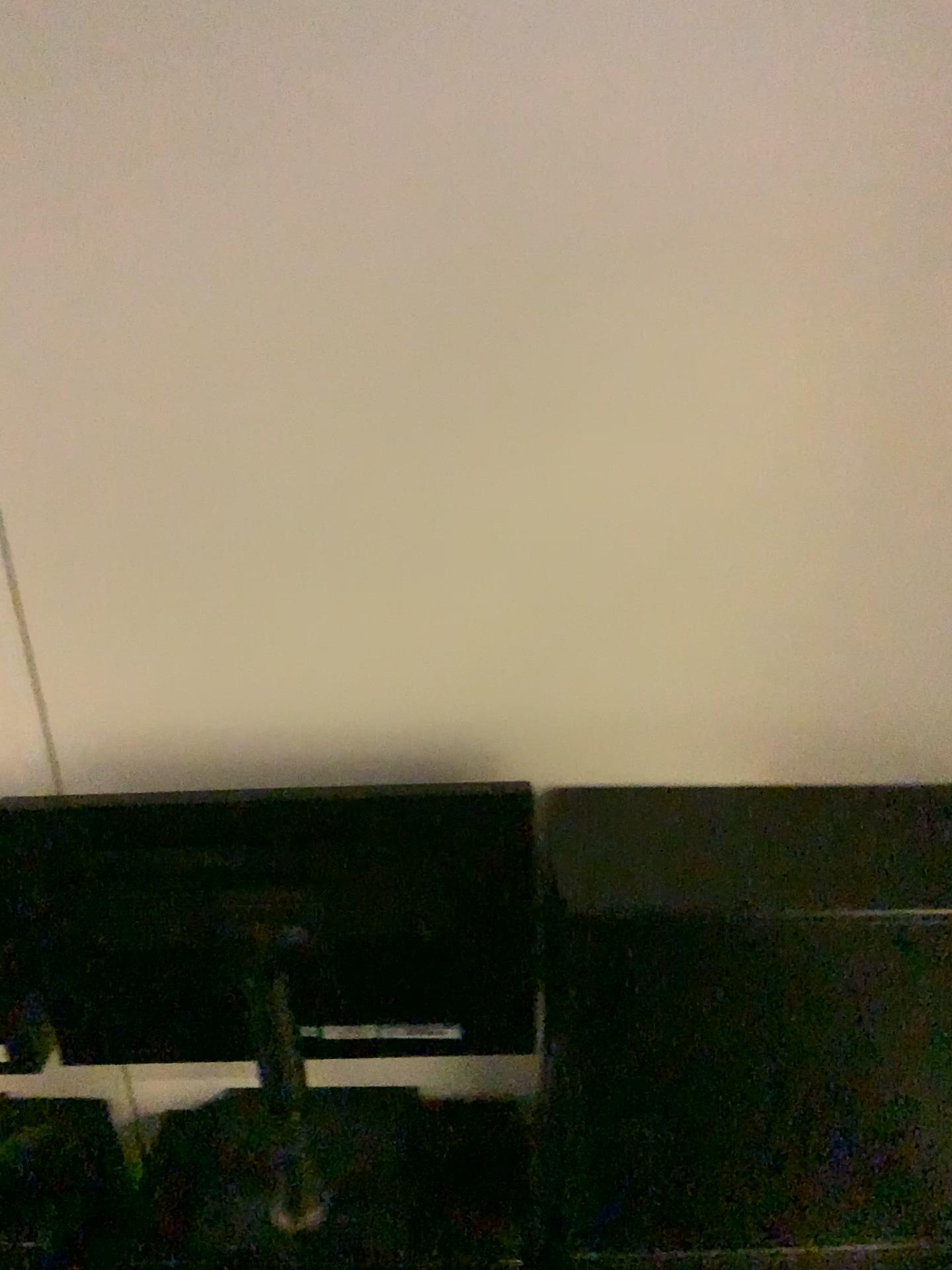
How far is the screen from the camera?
1.09m

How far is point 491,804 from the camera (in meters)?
1.09

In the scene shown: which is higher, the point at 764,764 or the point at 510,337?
the point at 510,337
